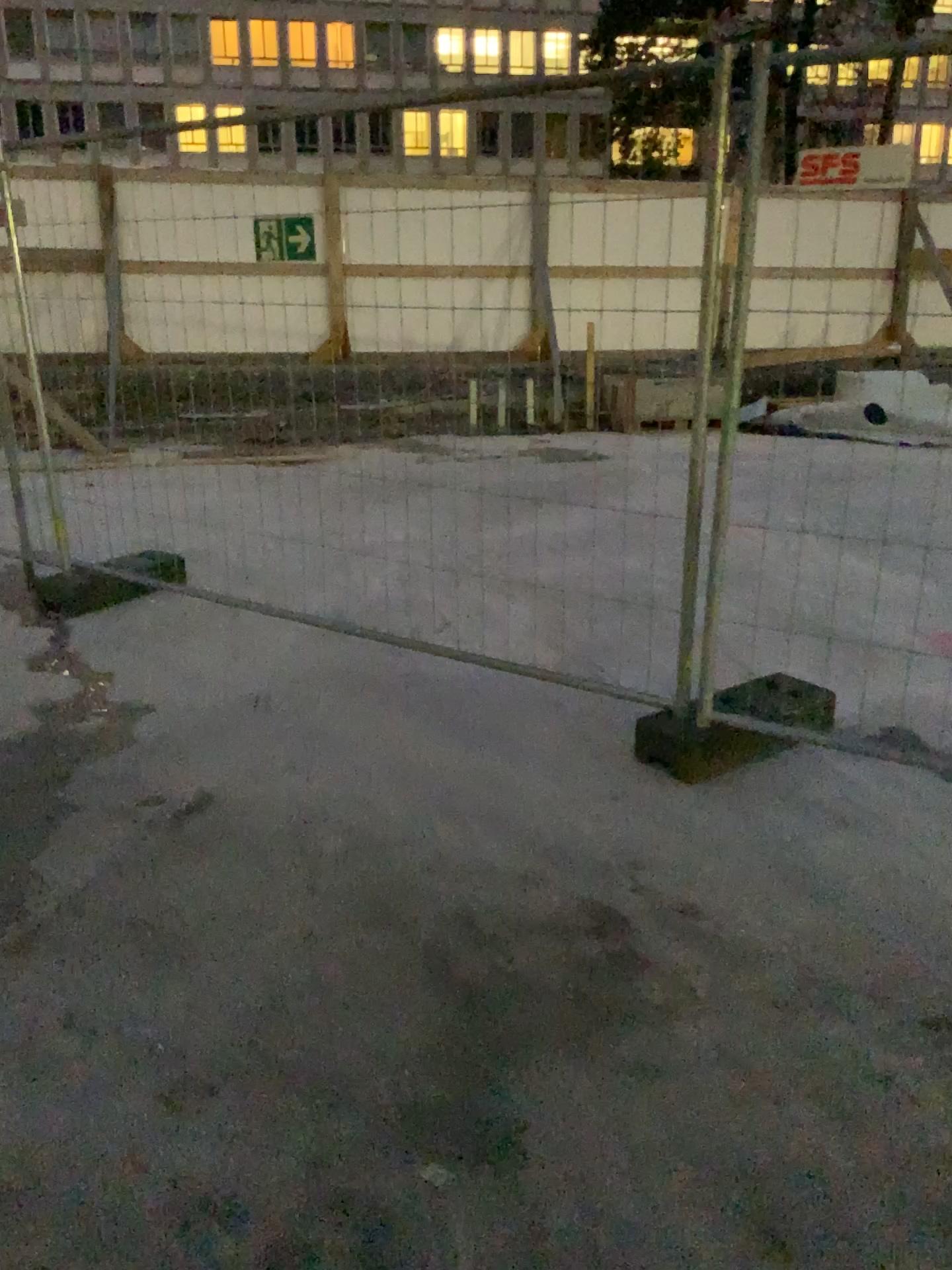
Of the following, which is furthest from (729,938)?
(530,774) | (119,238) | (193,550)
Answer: (119,238)
